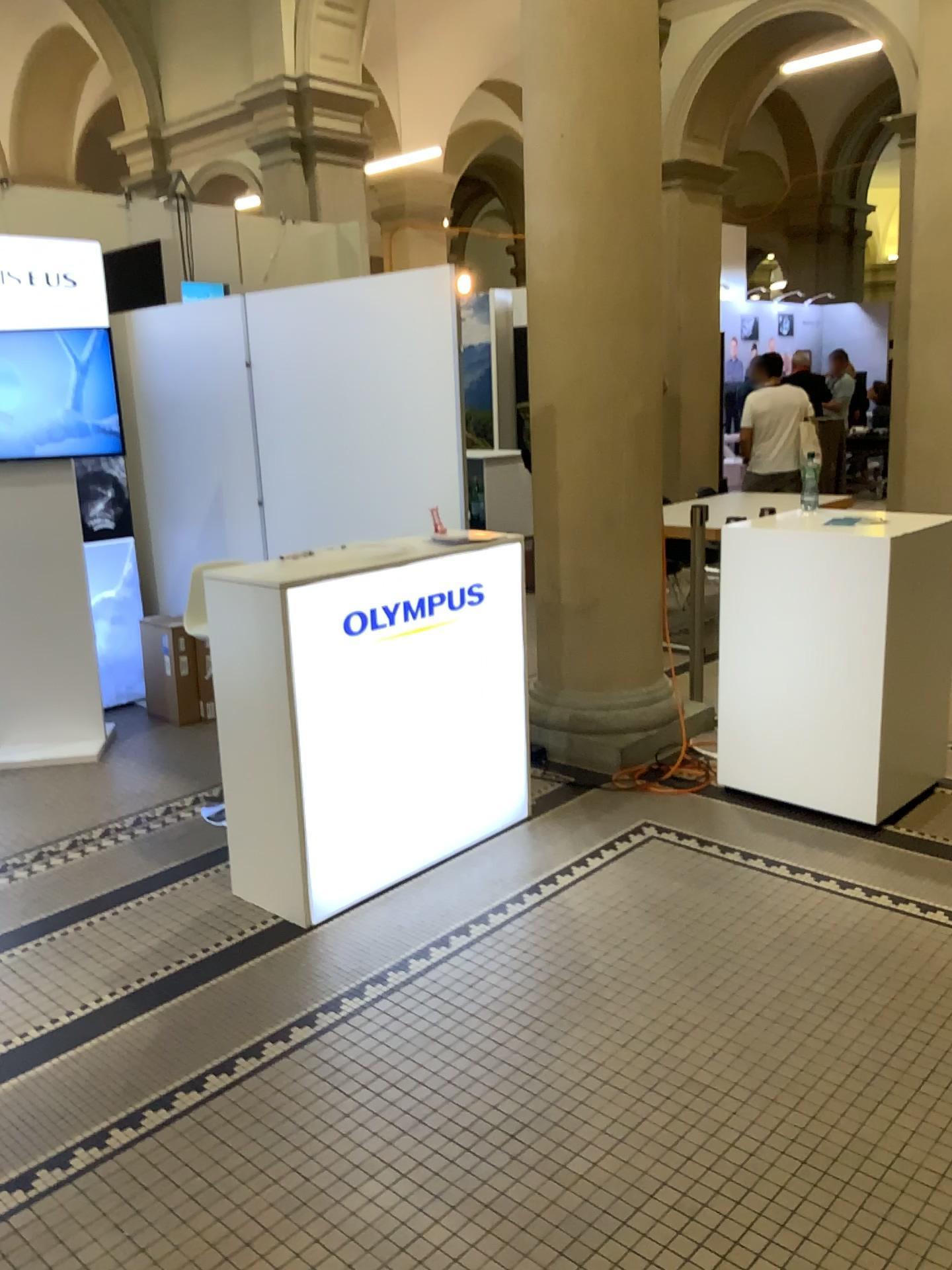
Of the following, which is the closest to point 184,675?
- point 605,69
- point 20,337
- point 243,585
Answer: point 20,337

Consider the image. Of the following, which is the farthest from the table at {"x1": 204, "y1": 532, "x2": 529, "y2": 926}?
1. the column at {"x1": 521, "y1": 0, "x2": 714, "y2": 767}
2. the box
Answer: the box

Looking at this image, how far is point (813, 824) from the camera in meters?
3.6

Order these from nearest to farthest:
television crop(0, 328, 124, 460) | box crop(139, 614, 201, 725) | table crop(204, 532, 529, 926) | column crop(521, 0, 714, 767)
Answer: table crop(204, 532, 529, 926) → column crop(521, 0, 714, 767) → television crop(0, 328, 124, 460) → box crop(139, 614, 201, 725)

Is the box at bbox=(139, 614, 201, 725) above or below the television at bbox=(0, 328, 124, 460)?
below

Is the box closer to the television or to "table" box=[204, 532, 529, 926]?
the television

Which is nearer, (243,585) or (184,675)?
(243,585)

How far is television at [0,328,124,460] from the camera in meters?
4.4 m

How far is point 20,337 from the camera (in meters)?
4.39

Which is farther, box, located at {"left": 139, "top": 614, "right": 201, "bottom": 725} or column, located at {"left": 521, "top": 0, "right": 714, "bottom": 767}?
box, located at {"left": 139, "top": 614, "right": 201, "bottom": 725}
